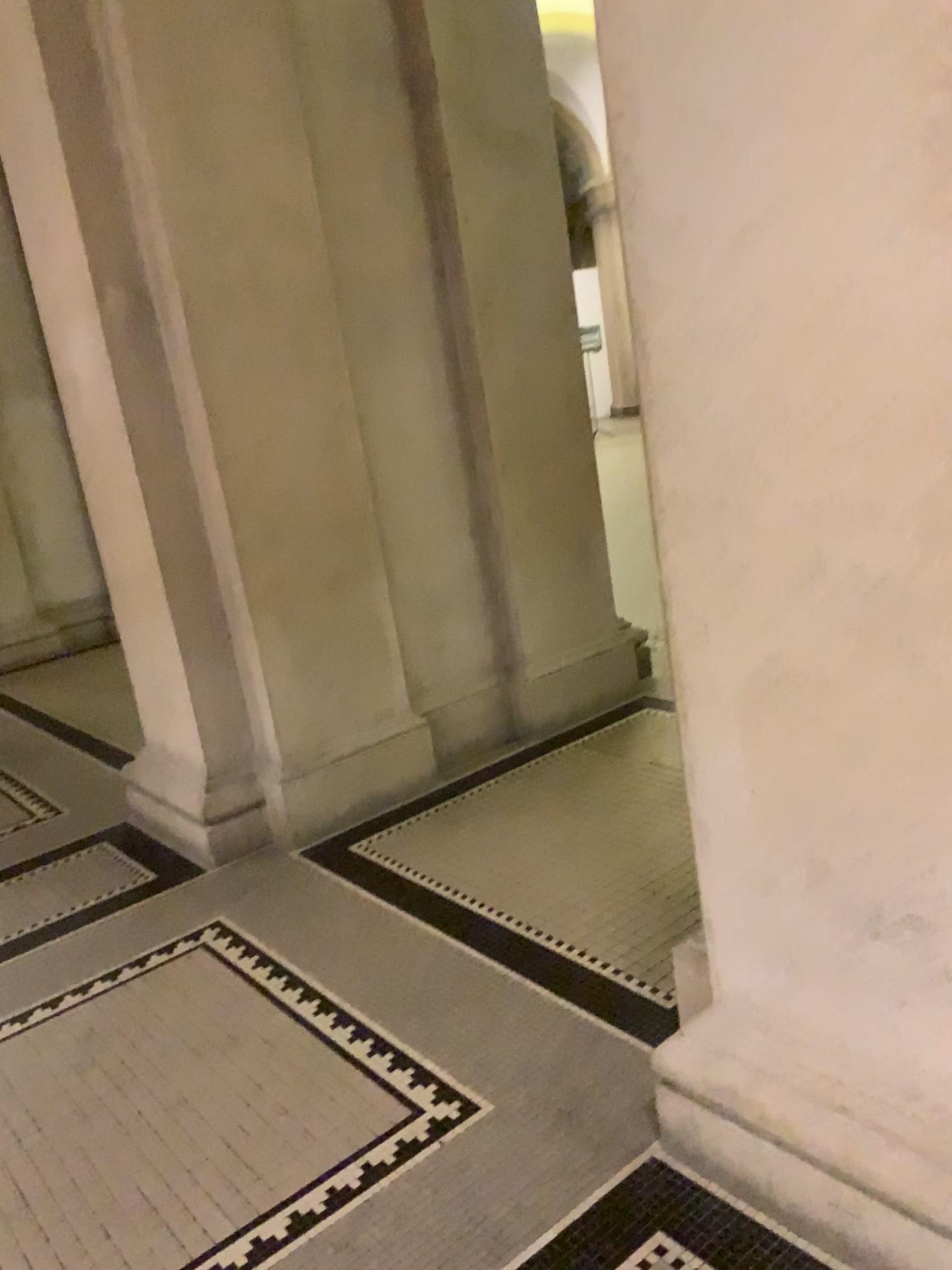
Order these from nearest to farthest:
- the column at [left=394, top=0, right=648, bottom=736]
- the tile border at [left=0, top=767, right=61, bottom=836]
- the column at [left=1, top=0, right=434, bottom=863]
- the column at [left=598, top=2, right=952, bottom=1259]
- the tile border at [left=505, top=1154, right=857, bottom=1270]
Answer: the column at [left=598, top=2, right=952, bottom=1259] < the tile border at [left=505, top=1154, right=857, bottom=1270] < the column at [left=1, top=0, right=434, bottom=863] < the column at [left=394, top=0, right=648, bottom=736] < the tile border at [left=0, top=767, right=61, bottom=836]

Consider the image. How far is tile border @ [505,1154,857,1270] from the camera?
1.7m

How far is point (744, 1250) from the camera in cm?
166

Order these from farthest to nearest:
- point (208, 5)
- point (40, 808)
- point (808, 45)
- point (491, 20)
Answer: point (40, 808) < point (491, 20) < point (208, 5) < point (808, 45)

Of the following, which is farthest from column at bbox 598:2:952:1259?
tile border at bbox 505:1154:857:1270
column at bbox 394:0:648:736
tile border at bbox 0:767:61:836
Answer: tile border at bbox 0:767:61:836

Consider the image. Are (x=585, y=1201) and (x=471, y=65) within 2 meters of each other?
no

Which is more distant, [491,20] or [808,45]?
[491,20]

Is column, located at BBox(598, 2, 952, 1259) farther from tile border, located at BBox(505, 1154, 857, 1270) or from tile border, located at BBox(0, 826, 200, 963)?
tile border, located at BBox(0, 826, 200, 963)

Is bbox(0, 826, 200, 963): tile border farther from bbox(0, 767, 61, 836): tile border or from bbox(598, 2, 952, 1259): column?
bbox(598, 2, 952, 1259): column

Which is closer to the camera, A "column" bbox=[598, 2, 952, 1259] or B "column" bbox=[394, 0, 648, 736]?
A "column" bbox=[598, 2, 952, 1259]
